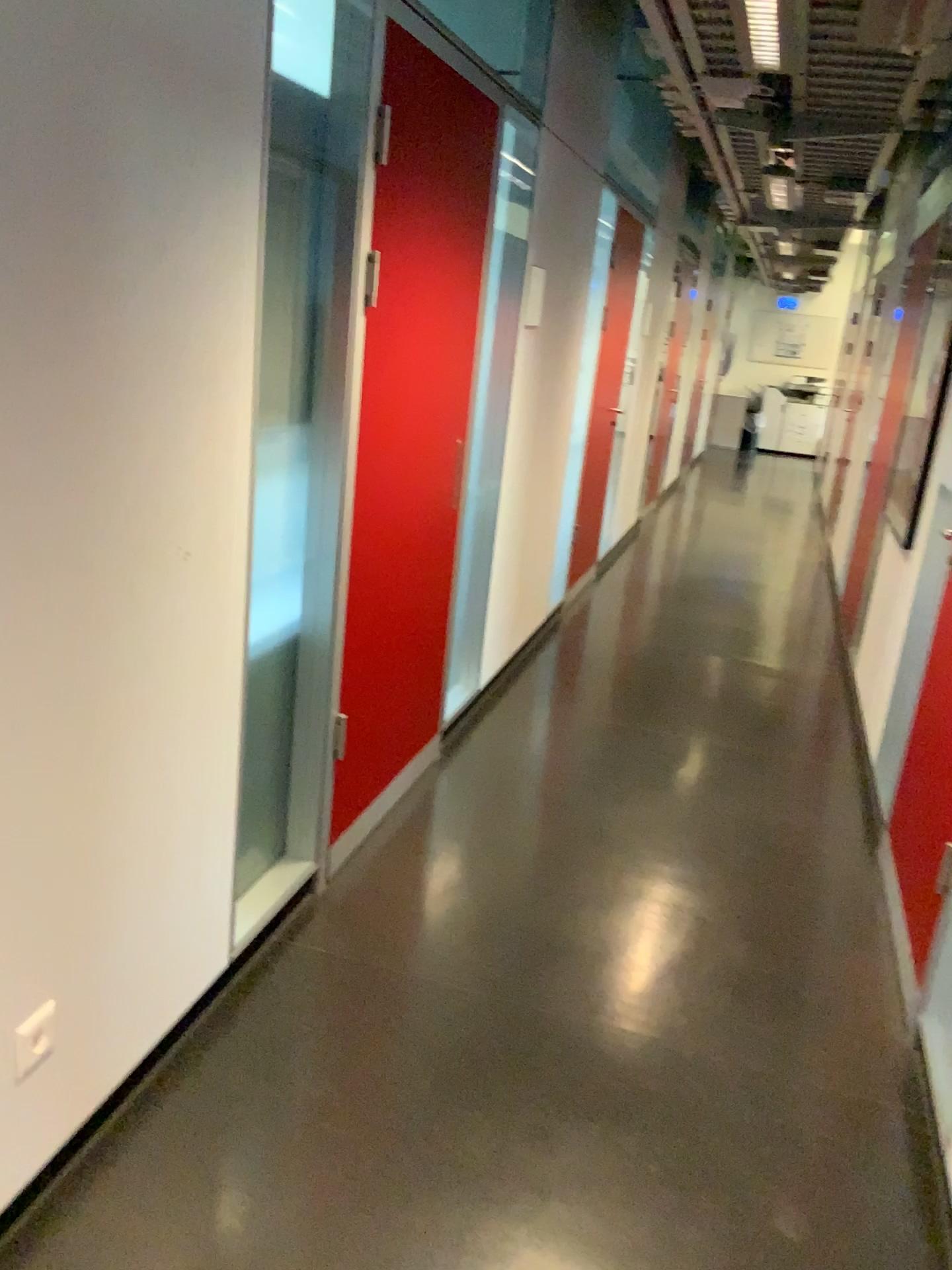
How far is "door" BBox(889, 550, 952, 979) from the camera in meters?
2.8

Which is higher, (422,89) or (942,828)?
(422,89)

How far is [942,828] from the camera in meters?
2.8 m

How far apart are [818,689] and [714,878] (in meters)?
2.13
